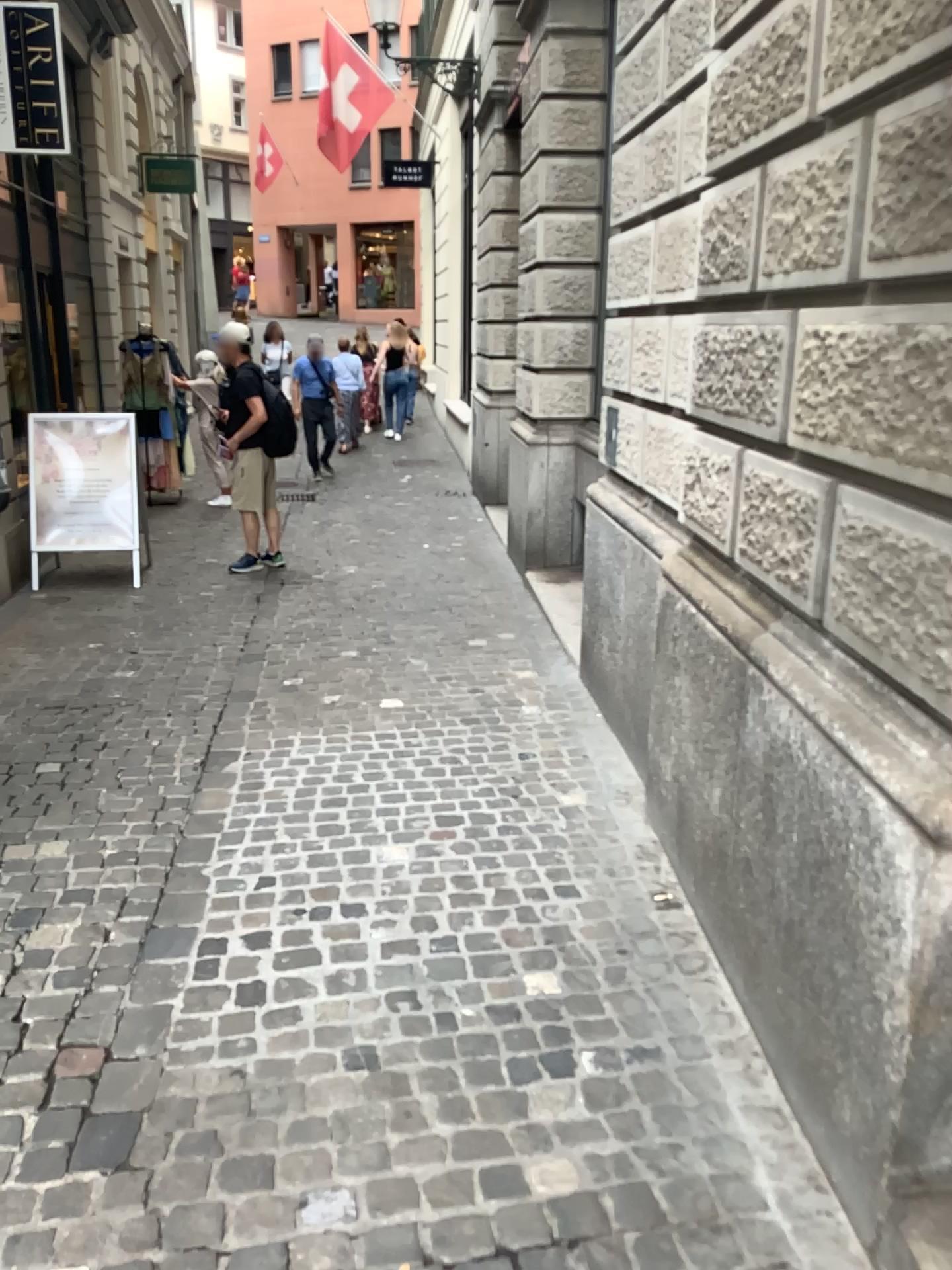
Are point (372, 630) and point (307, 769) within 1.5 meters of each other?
no
